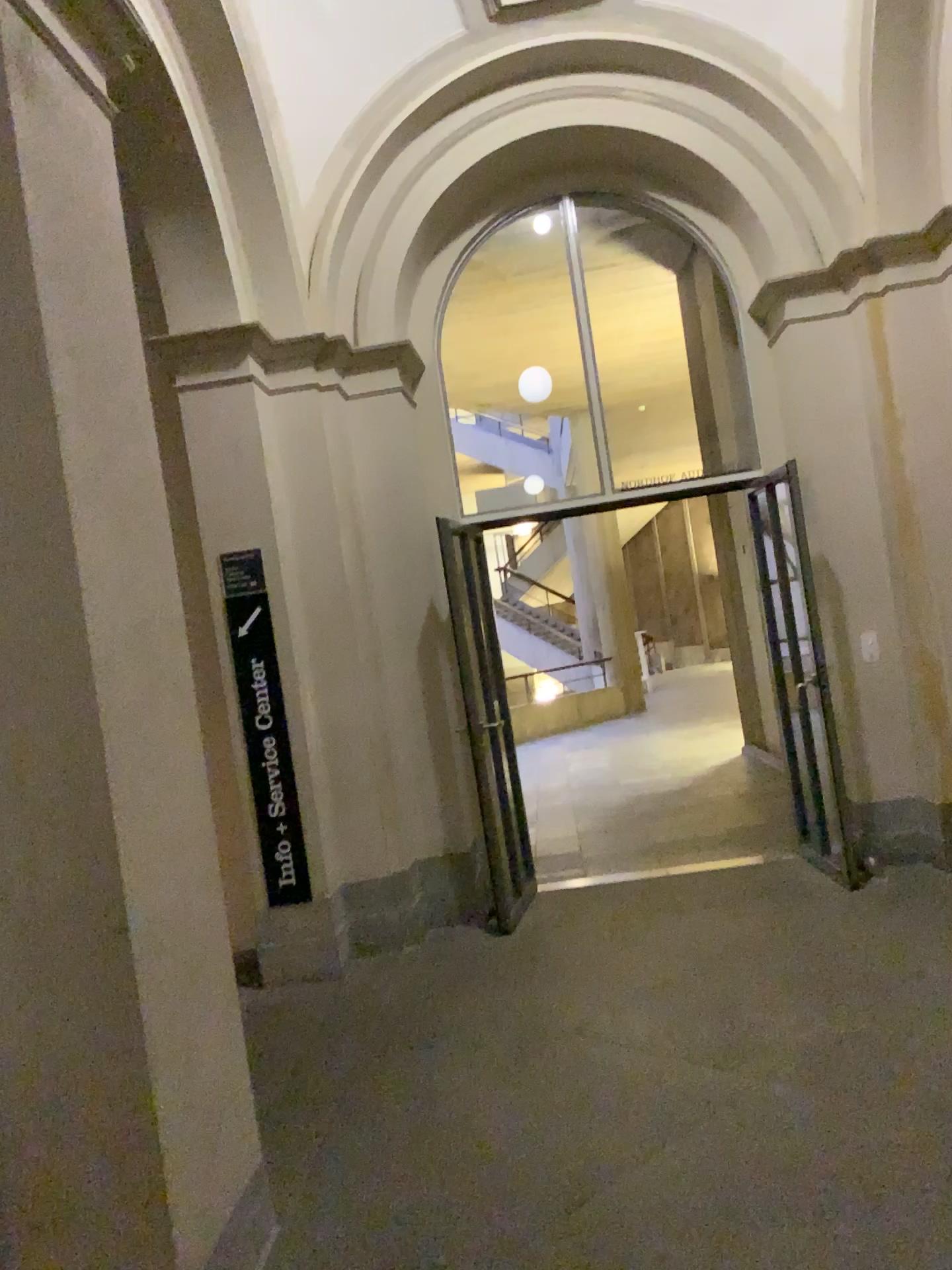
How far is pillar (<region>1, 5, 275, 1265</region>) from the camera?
2.00m

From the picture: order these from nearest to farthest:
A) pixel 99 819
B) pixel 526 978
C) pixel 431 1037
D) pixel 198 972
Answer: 1. pixel 99 819
2. pixel 198 972
3. pixel 431 1037
4. pixel 526 978

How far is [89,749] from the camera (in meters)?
2.00
